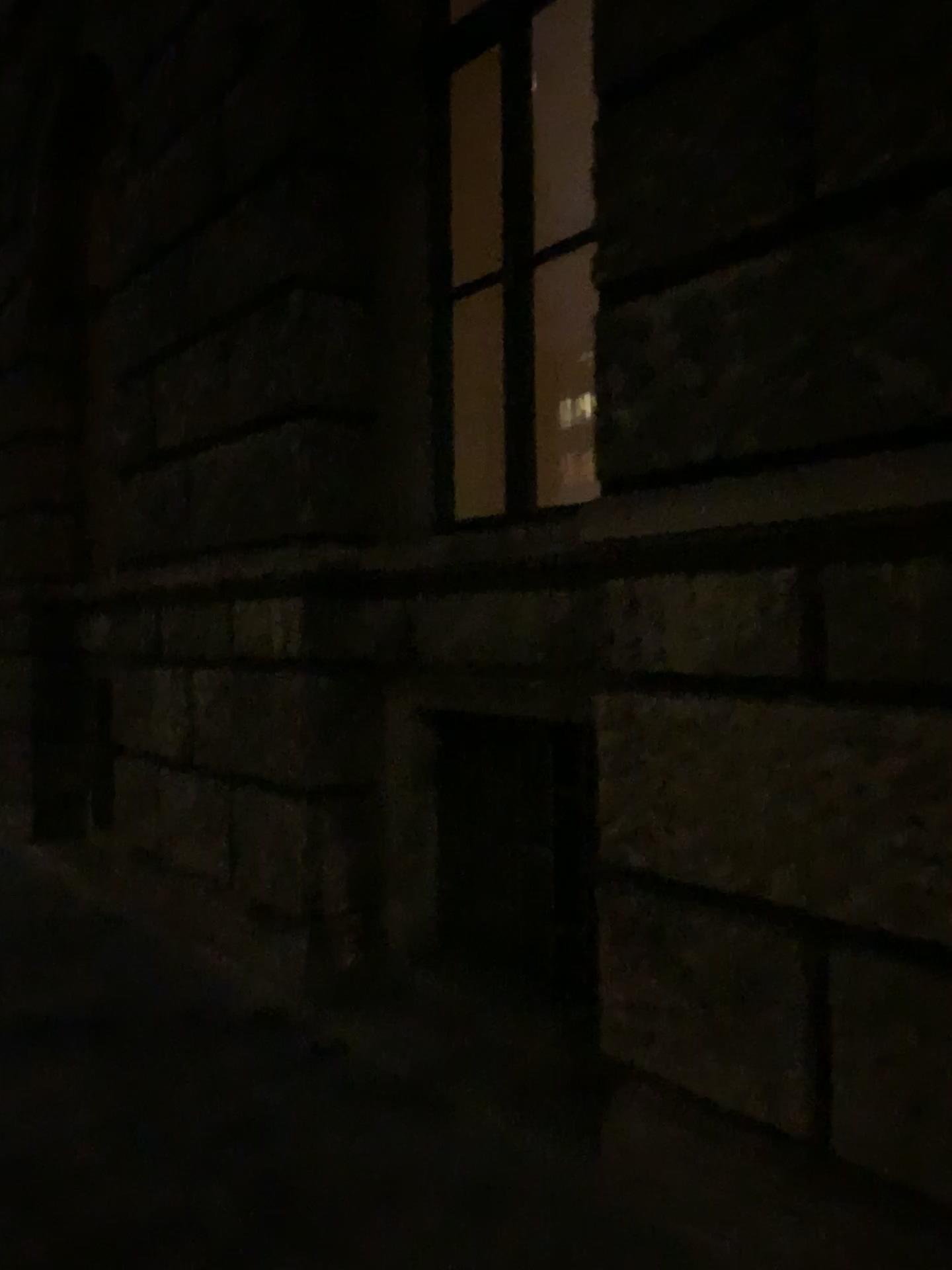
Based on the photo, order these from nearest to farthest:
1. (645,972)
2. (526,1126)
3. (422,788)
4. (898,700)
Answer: (898,700) → (645,972) → (526,1126) → (422,788)
